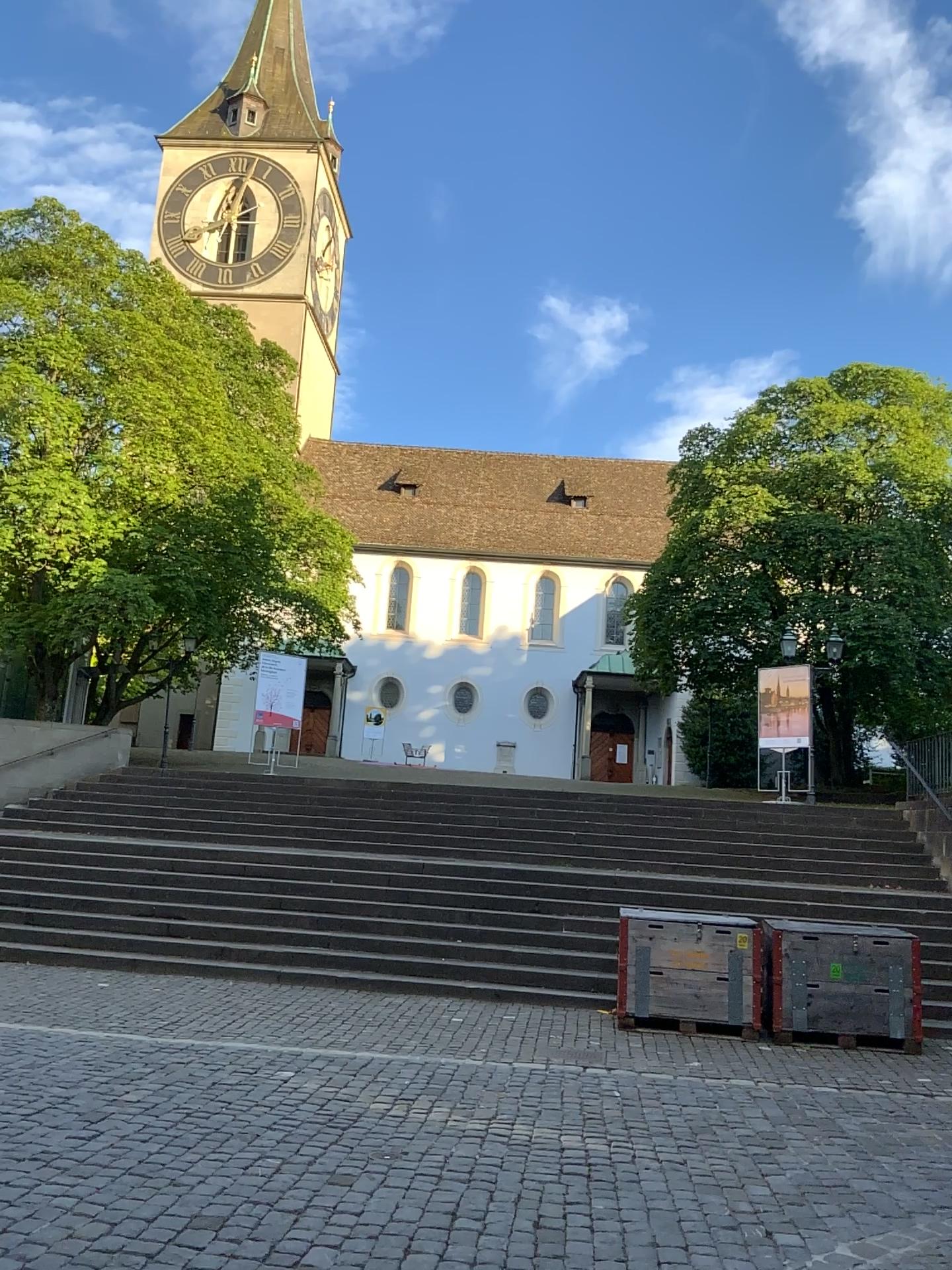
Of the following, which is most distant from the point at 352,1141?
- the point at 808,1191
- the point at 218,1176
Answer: the point at 808,1191
